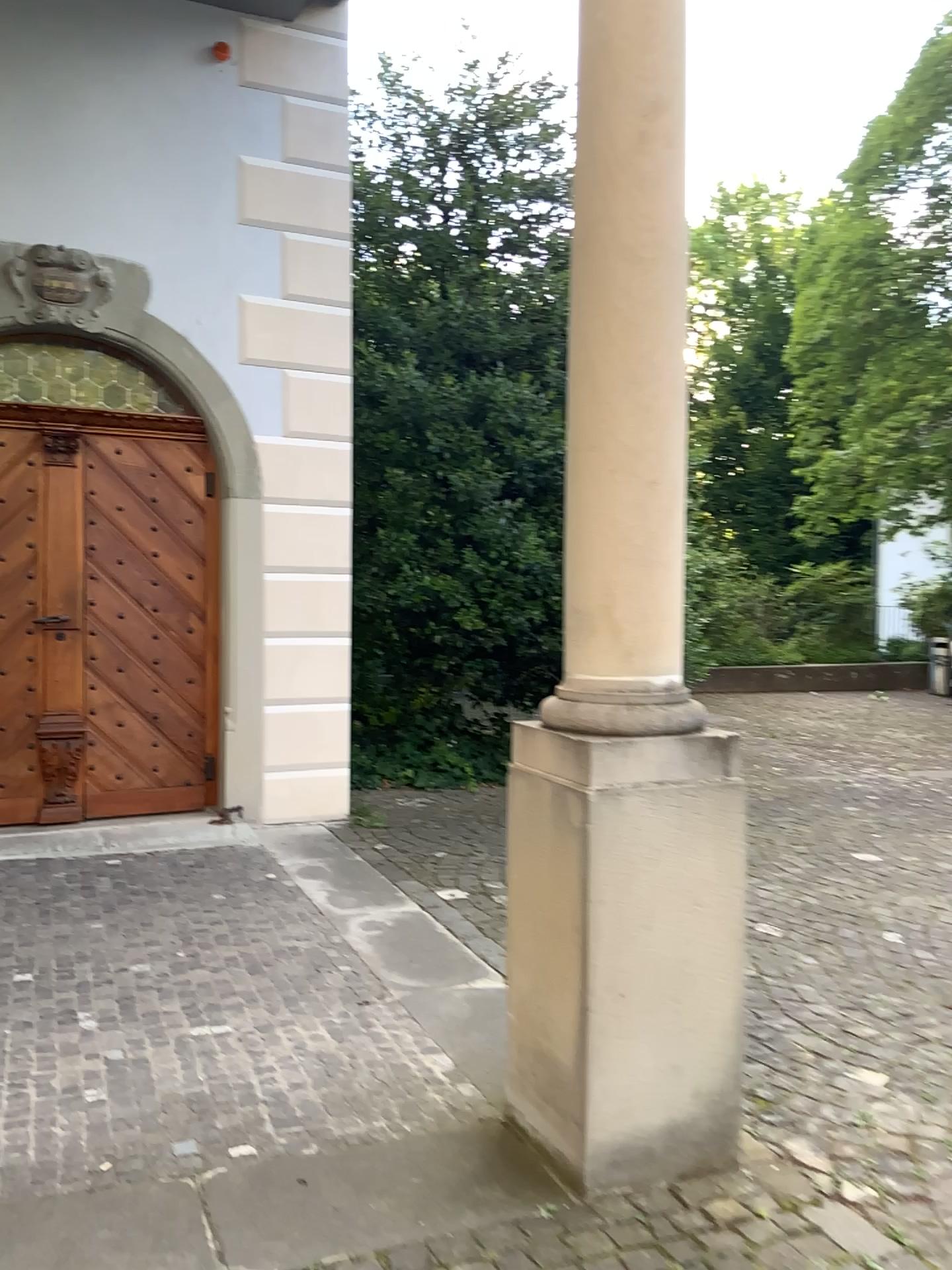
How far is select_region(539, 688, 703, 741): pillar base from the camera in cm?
231

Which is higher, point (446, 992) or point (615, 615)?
point (615, 615)

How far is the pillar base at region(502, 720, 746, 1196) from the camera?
2.3 meters

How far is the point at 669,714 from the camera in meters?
2.3 m

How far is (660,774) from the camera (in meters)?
2.27

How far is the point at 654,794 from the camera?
2.3 meters

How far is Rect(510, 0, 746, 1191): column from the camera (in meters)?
2.27
